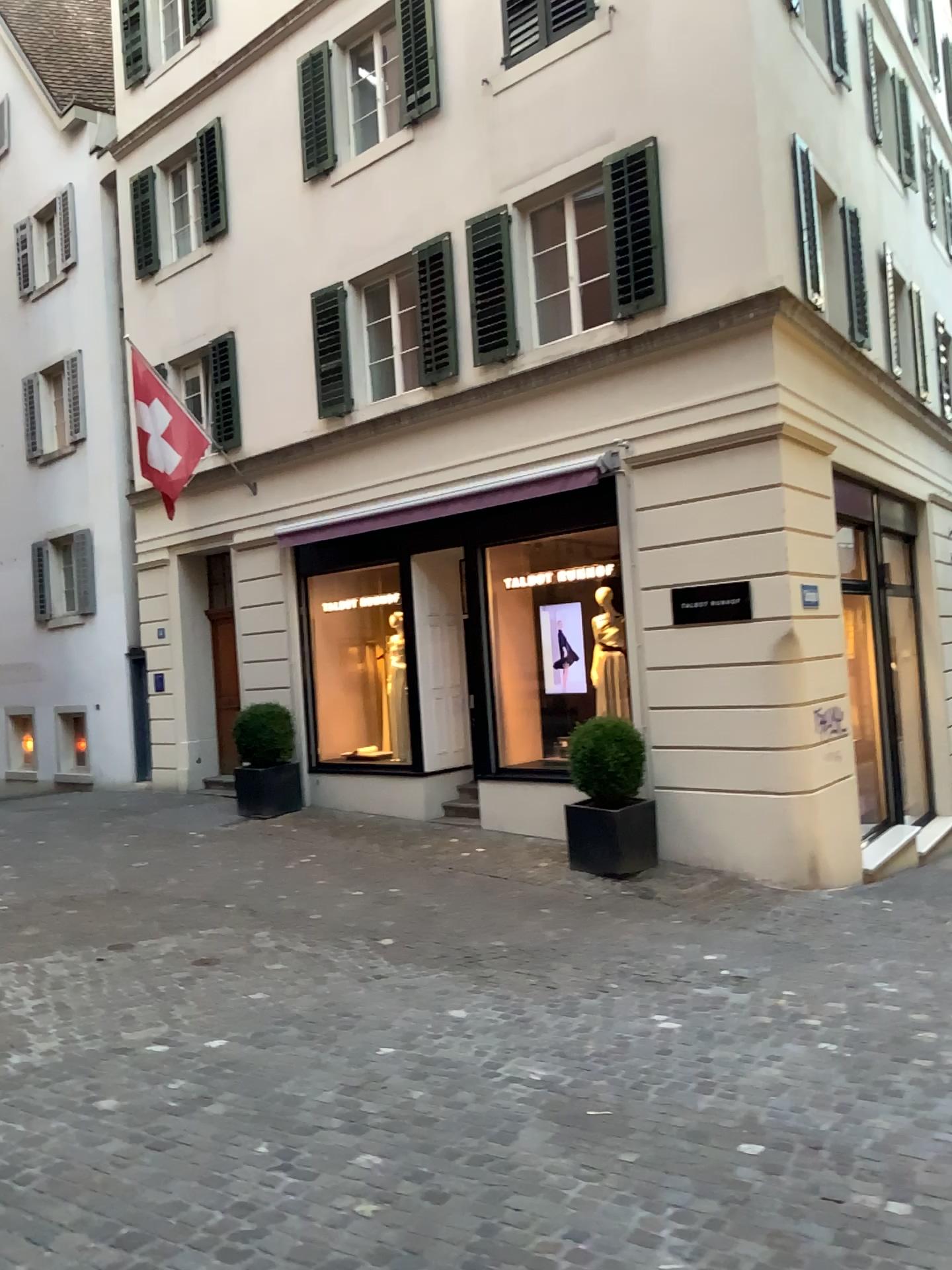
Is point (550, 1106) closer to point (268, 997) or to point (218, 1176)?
point (218, 1176)
